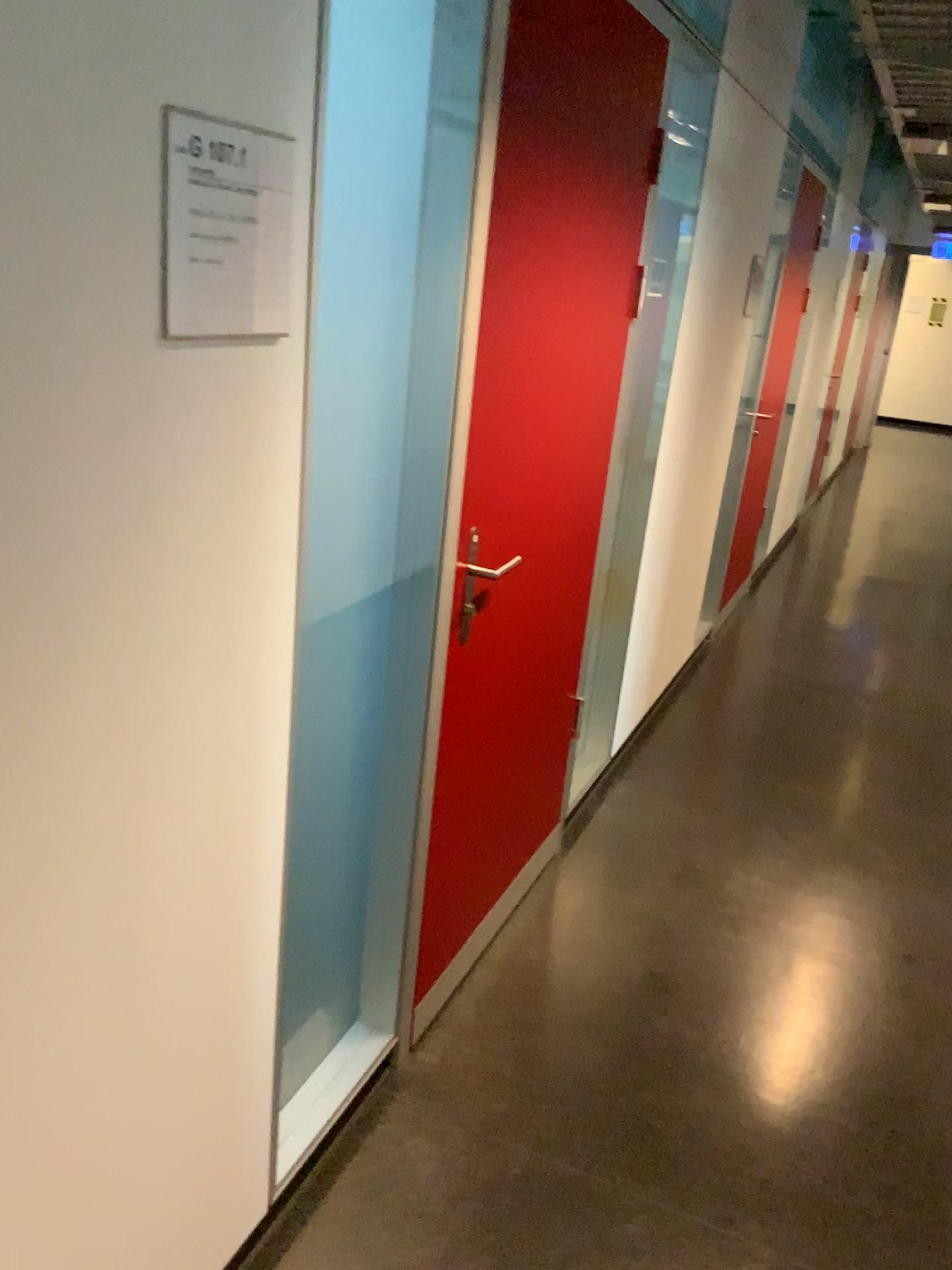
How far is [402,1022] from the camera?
2.2m

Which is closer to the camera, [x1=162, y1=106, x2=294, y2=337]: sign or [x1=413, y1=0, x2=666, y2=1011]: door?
[x1=162, y1=106, x2=294, y2=337]: sign

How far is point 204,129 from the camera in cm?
103

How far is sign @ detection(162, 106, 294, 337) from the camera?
1.03m

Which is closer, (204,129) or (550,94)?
(204,129)
